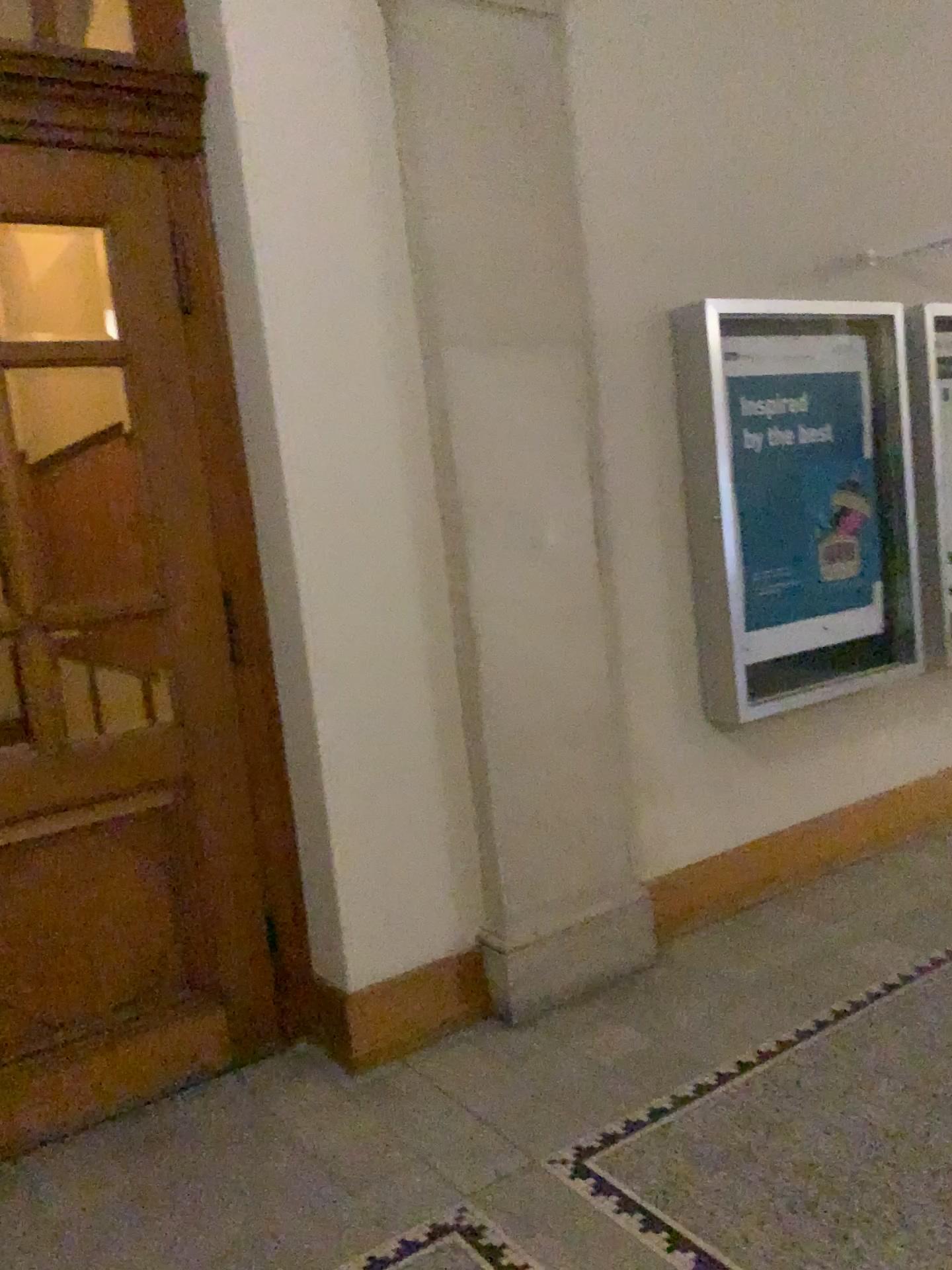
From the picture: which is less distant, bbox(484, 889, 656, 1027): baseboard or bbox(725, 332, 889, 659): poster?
bbox(484, 889, 656, 1027): baseboard

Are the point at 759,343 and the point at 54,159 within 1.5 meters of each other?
no

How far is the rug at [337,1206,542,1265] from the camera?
2.2m

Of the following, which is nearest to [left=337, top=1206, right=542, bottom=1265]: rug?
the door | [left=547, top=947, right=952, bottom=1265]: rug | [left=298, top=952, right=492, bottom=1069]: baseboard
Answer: [left=547, top=947, right=952, bottom=1265]: rug

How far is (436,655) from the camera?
3.2m

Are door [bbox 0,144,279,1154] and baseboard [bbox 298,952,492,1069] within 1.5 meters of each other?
yes

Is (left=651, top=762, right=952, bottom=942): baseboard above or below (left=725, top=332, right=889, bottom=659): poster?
below

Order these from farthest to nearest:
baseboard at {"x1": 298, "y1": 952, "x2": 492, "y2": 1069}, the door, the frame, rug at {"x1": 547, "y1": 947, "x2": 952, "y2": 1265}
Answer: the frame → baseboard at {"x1": 298, "y1": 952, "x2": 492, "y2": 1069} → the door → rug at {"x1": 547, "y1": 947, "x2": 952, "y2": 1265}

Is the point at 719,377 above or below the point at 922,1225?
above

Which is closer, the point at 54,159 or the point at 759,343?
the point at 54,159
